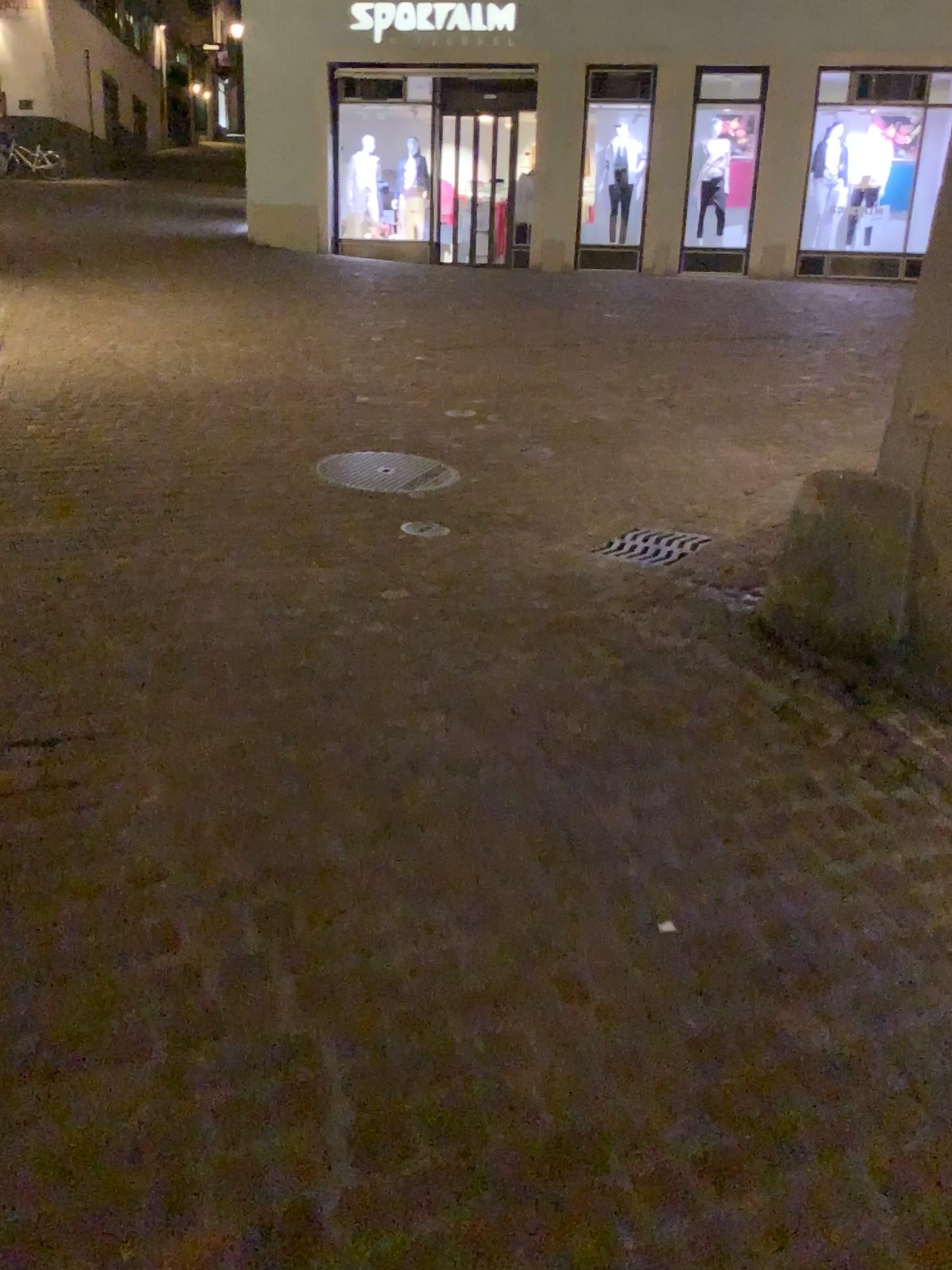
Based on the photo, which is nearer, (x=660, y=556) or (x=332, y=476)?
(x=660, y=556)

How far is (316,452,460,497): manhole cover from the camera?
4.8m

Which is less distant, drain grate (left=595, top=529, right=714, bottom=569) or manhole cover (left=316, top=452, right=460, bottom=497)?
drain grate (left=595, top=529, right=714, bottom=569)

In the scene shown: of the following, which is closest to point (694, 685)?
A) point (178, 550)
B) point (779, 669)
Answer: point (779, 669)

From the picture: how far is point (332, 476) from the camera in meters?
4.8 m
